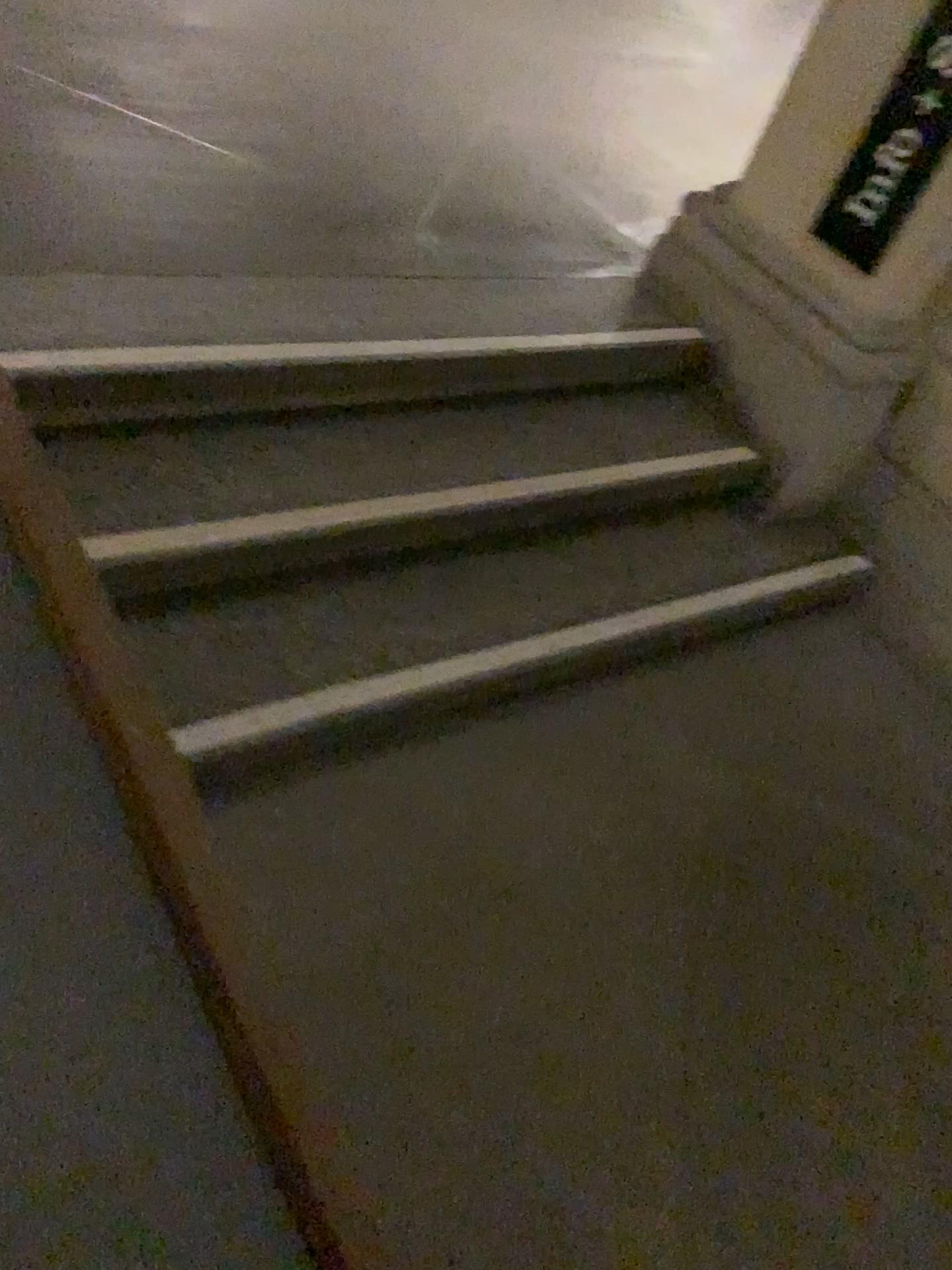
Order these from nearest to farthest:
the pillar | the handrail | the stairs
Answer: the handrail, the stairs, the pillar

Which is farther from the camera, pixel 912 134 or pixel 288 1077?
pixel 912 134

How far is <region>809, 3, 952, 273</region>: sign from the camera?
2.32m

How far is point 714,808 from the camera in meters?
2.1

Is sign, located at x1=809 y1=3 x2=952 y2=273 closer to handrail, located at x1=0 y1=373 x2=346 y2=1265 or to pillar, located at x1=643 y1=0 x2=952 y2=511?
pillar, located at x1=643 y1=0 x2=952 y2=511

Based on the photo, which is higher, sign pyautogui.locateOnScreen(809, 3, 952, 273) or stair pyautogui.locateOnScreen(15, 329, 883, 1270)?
sign pyautogui.locateOnScreen(809, 3, 952, 273)

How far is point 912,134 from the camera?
2.3m

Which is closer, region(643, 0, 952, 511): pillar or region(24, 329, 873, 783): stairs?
region(24, 329, 873, 783): stairs

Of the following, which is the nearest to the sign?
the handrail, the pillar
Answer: the pillar

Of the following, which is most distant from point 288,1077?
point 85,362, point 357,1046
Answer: point 85,362
